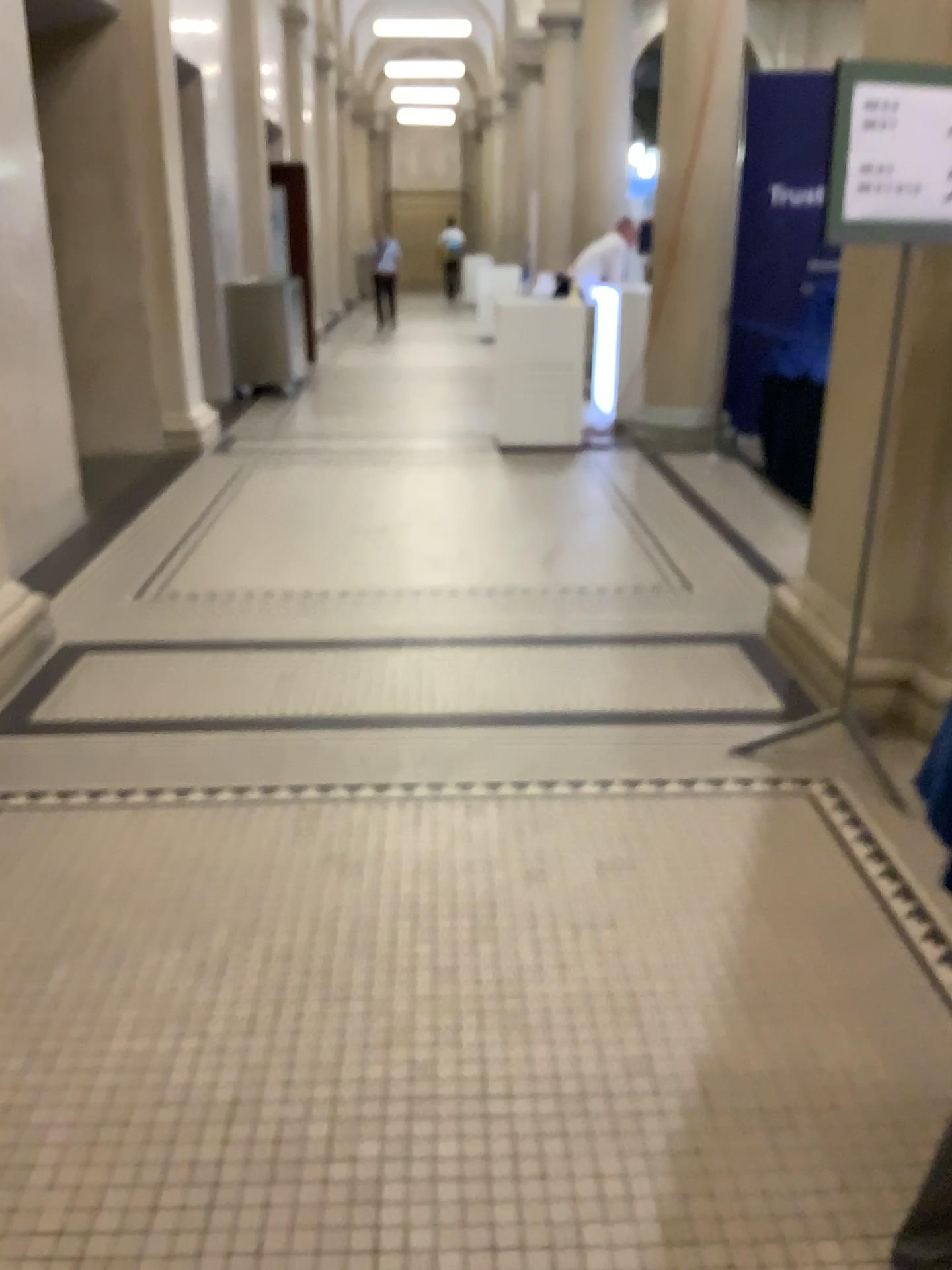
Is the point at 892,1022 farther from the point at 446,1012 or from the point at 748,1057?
the point at 446,1012

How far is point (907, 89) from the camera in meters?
2.5

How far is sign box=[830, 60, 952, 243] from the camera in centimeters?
Result: 254cm

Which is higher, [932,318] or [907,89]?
[907,89]
